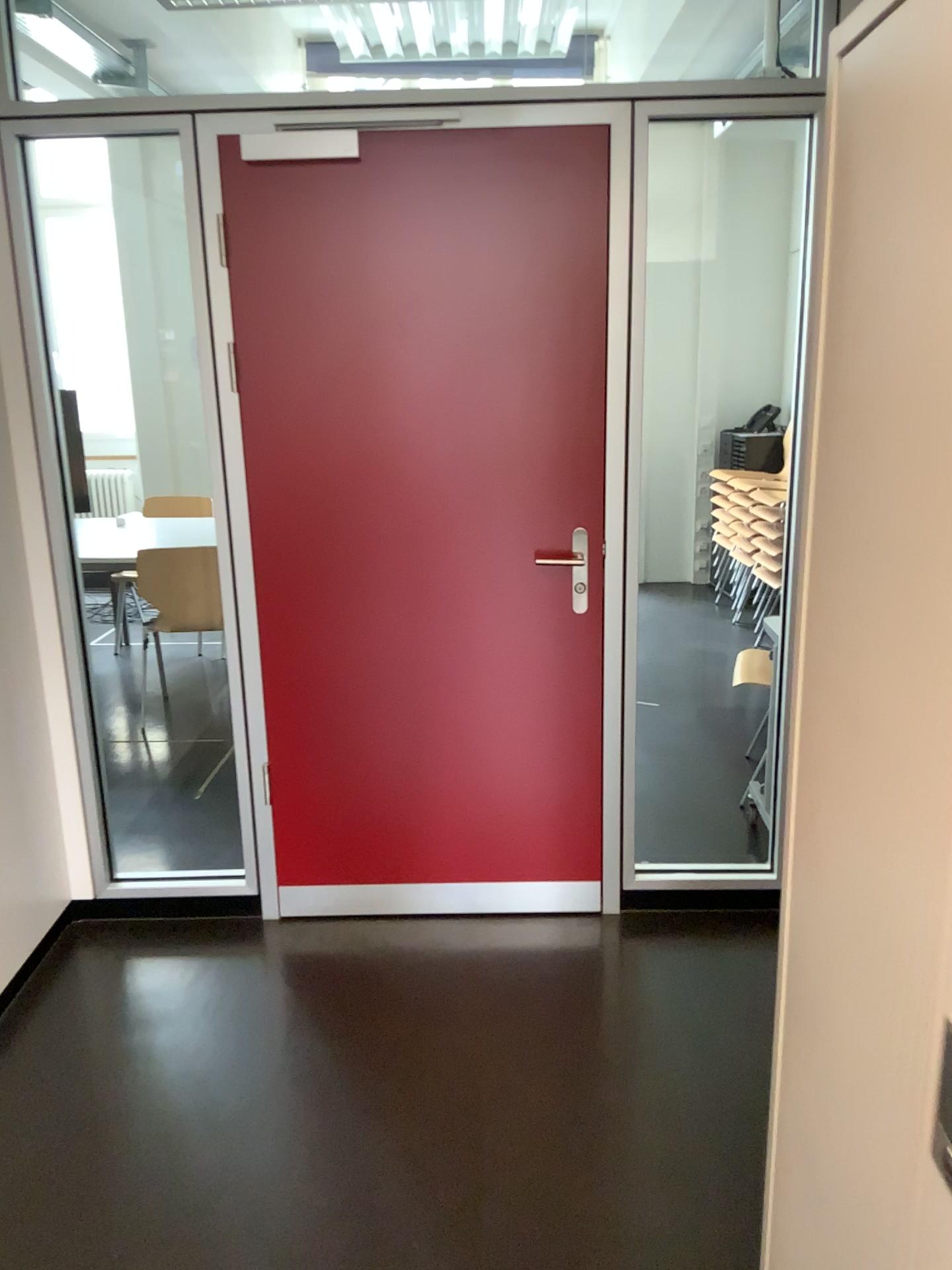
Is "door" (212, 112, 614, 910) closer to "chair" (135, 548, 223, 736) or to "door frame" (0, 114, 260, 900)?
"door frame" (0, 114, 260, 900)

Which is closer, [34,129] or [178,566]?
[34,129]

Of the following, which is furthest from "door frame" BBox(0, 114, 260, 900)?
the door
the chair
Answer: the chair

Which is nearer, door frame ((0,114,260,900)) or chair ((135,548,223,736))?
door frame ((0,114,260,900))

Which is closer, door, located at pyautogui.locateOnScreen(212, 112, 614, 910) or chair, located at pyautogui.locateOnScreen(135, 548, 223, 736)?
door, located at pyautogui.locateOnScreen(212, 112, 614, 910)

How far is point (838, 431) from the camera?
1.10m

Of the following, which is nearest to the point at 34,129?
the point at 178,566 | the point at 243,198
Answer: the point at 243,198

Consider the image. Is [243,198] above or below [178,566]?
above
